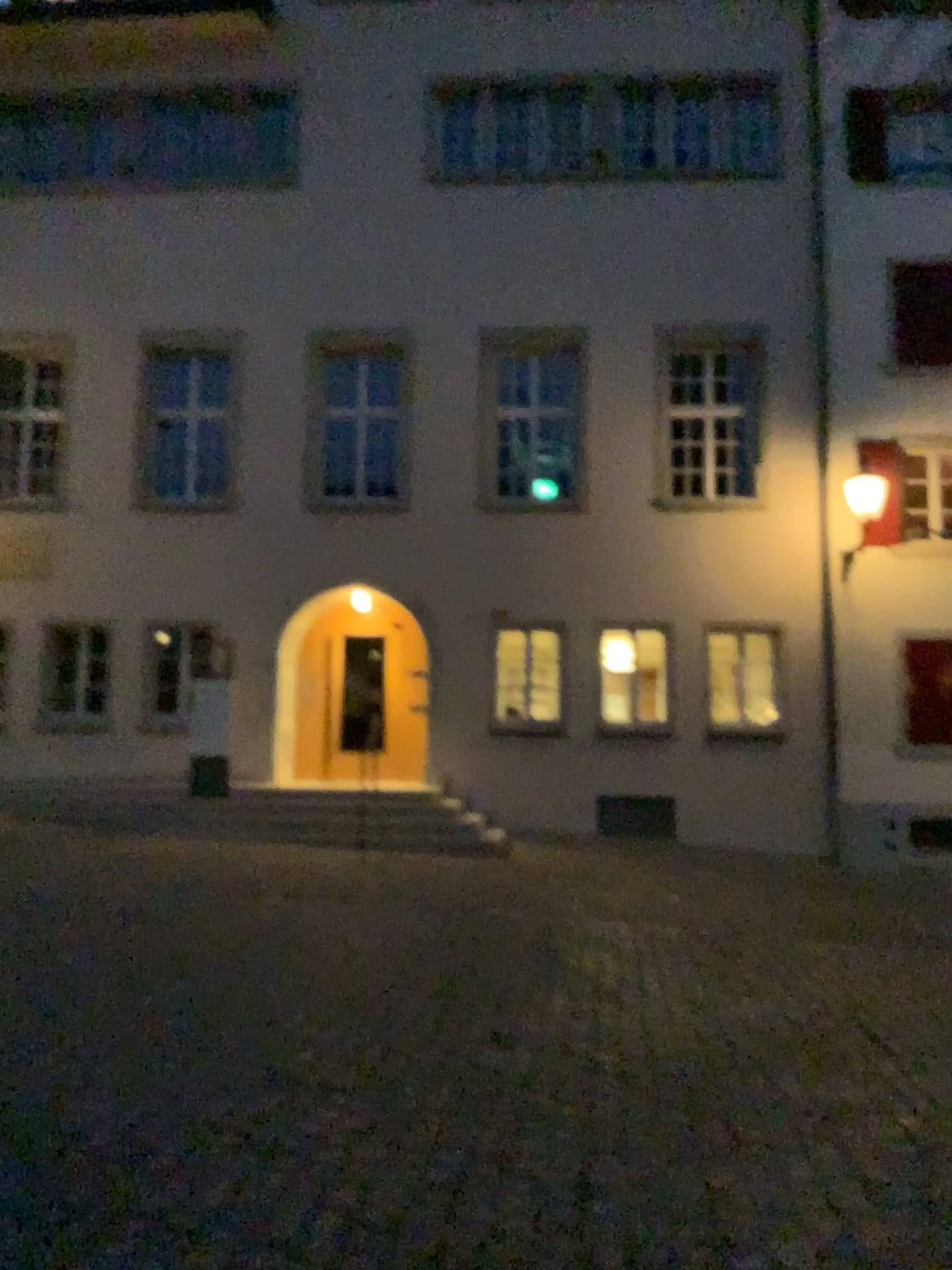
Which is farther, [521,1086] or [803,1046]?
[803,1046]
